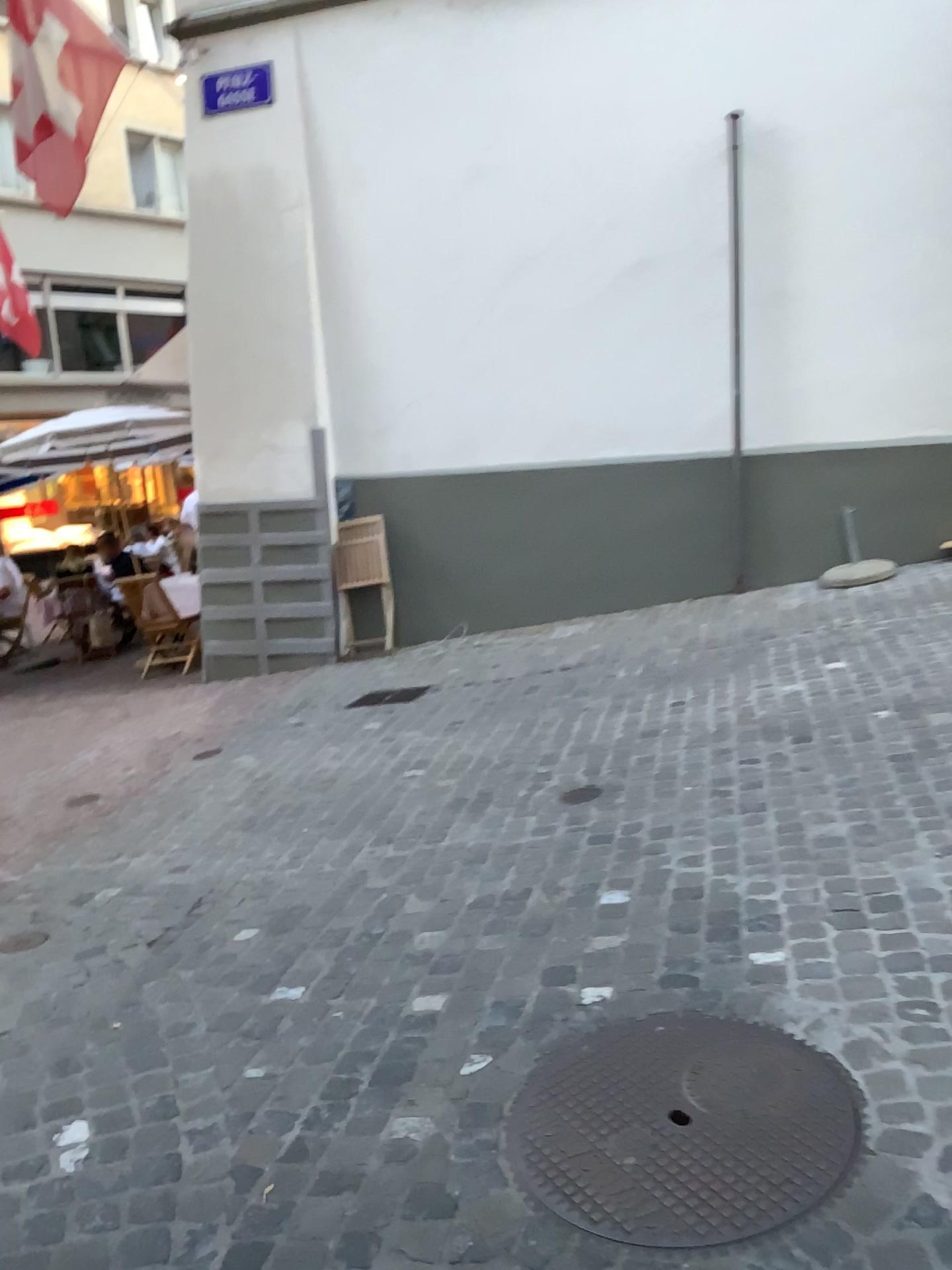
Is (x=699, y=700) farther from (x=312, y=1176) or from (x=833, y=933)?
(x=312, y=1176)
